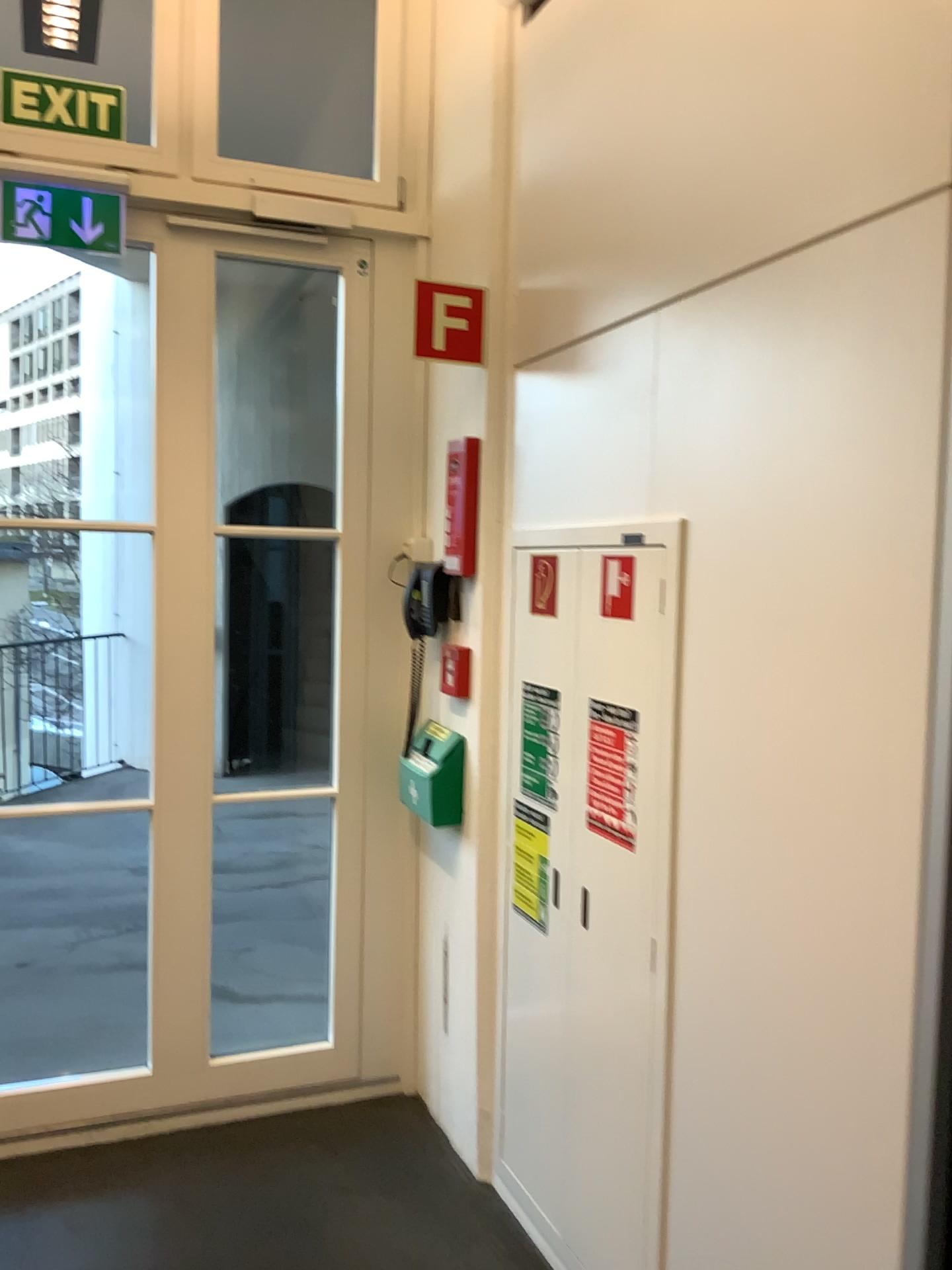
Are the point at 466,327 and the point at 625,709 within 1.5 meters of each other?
yes

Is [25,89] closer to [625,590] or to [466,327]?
[466,327]

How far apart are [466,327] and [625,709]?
1.1 meters

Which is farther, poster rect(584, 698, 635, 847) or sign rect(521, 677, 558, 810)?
sign rect(521, 677, 558, 810)

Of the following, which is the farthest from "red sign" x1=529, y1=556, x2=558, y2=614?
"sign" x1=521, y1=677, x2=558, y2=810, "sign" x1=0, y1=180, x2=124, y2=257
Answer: "sign" x1=0, y1=180, x2=124, y2=257

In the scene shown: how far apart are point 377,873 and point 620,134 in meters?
2.1

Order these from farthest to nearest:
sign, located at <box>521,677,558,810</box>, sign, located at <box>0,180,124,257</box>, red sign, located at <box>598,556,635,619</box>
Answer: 1. sign, located at <box>0,180,124,257</box>
2. sign, located at <box>521,677,558,810</box>
3. red sign, located at <box>598,556,635,619</box>

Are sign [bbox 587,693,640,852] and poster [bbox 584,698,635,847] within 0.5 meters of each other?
yes

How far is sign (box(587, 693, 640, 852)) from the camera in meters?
2.1

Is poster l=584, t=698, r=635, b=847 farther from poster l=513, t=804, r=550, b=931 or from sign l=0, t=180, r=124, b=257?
sign l=0, t=180, r=124, b=257
